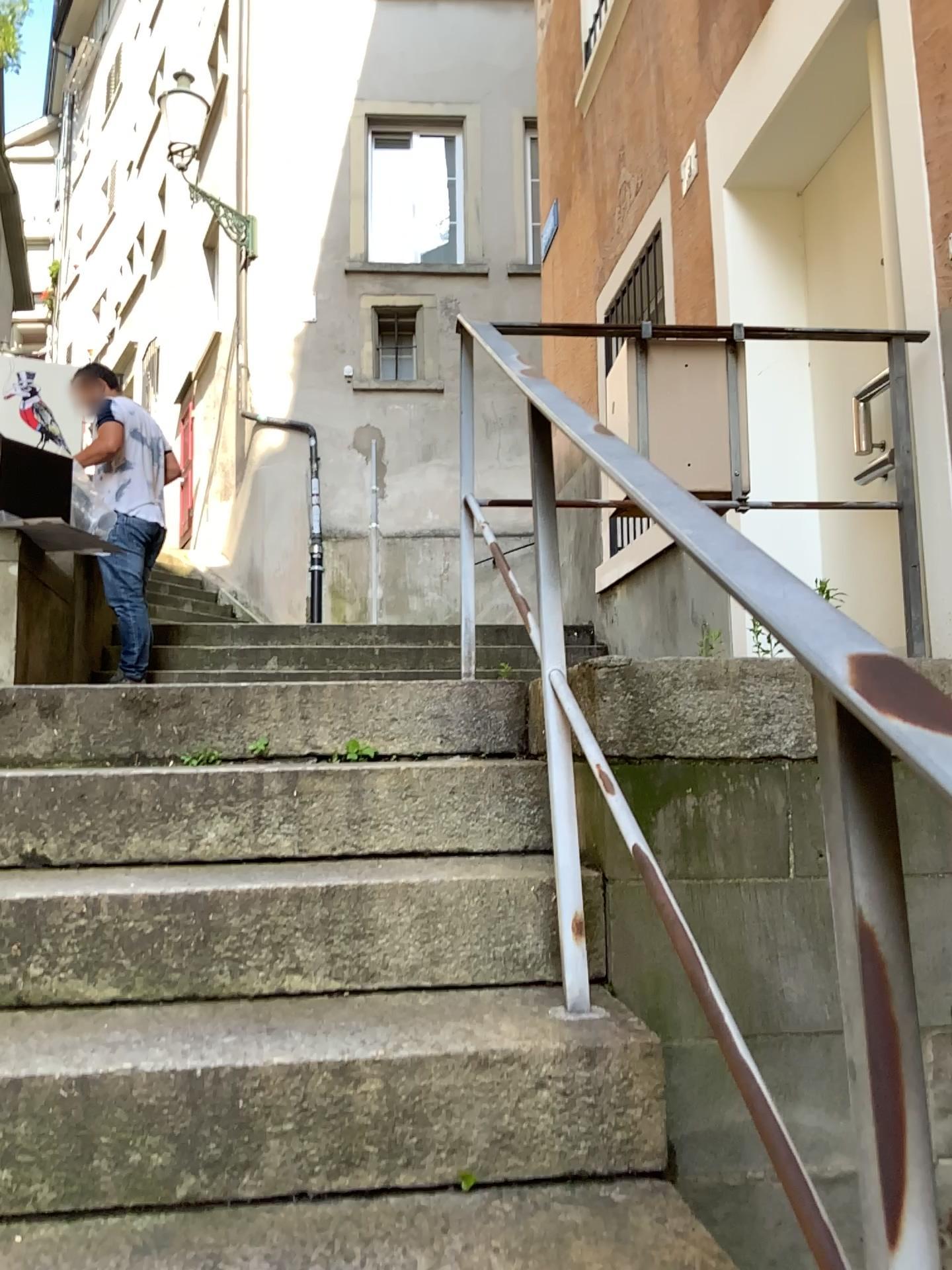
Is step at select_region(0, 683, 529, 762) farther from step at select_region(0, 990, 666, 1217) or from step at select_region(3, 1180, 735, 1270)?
step at select_region(3, 1180, 735, 1270)

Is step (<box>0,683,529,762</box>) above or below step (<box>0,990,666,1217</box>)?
above

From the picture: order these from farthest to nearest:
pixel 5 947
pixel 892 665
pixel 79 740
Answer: pixel 79 740, pixel 5 947, pixel 892 665

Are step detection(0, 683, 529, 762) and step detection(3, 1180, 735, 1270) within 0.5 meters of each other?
no

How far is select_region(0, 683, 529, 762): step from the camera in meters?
2.2

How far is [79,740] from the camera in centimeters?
216cm

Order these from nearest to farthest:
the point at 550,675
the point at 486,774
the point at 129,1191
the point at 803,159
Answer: the point at 129,1191 < the point at 550,675 < the point at 486,774 < the point at 803,159

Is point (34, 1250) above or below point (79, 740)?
below

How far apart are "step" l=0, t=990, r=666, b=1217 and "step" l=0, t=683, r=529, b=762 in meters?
0.7

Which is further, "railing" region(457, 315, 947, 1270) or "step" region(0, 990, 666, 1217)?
"step" region(0, 990, 666, 1217)
